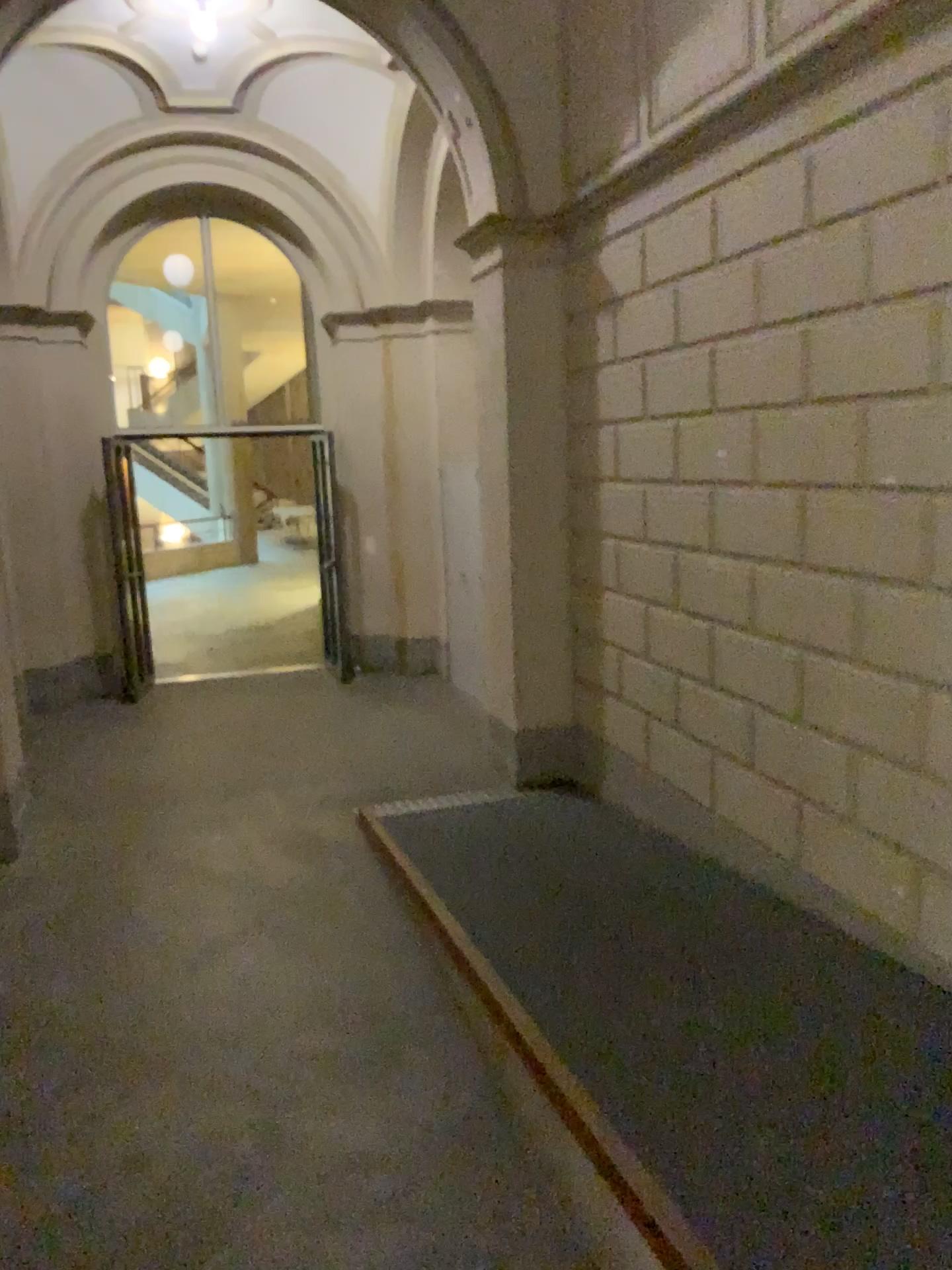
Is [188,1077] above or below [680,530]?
below
